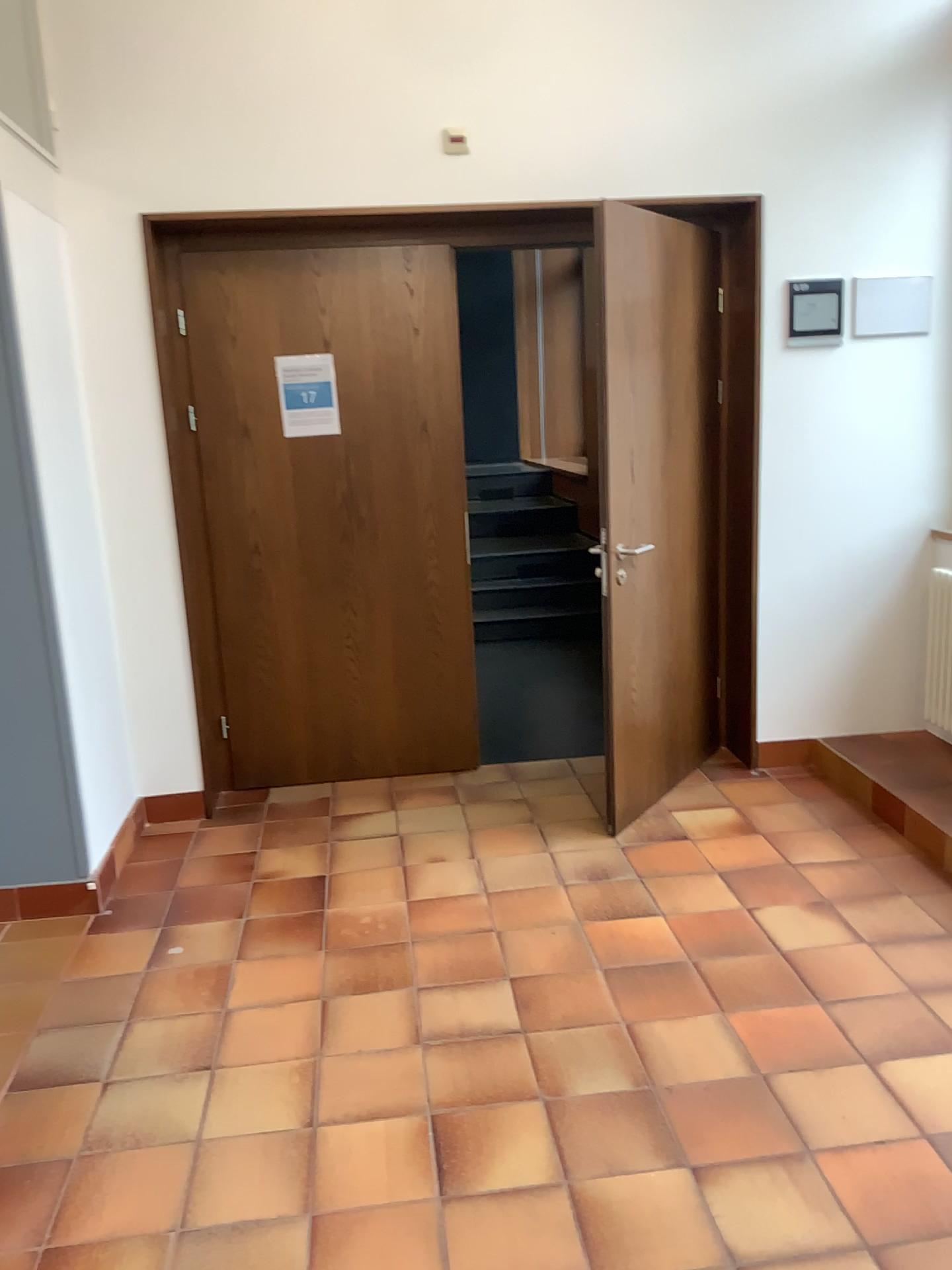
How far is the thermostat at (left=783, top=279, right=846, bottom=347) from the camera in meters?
3.9 m

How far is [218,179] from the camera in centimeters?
362cm

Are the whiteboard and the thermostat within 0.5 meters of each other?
yes

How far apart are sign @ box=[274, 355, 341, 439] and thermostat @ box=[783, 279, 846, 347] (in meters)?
1.78

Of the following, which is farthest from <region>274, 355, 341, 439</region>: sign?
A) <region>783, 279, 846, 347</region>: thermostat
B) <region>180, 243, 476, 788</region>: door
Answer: <region>783, 279, 846, 347</region>: thermostat

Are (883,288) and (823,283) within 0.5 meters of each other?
yes

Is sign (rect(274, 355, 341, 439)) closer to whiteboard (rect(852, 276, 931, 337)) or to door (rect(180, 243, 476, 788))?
door (rect(180, 243, 476, 788))

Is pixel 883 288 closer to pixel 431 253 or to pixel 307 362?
pixel 431 253

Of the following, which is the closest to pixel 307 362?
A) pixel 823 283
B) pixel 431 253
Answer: pixel 431 253
